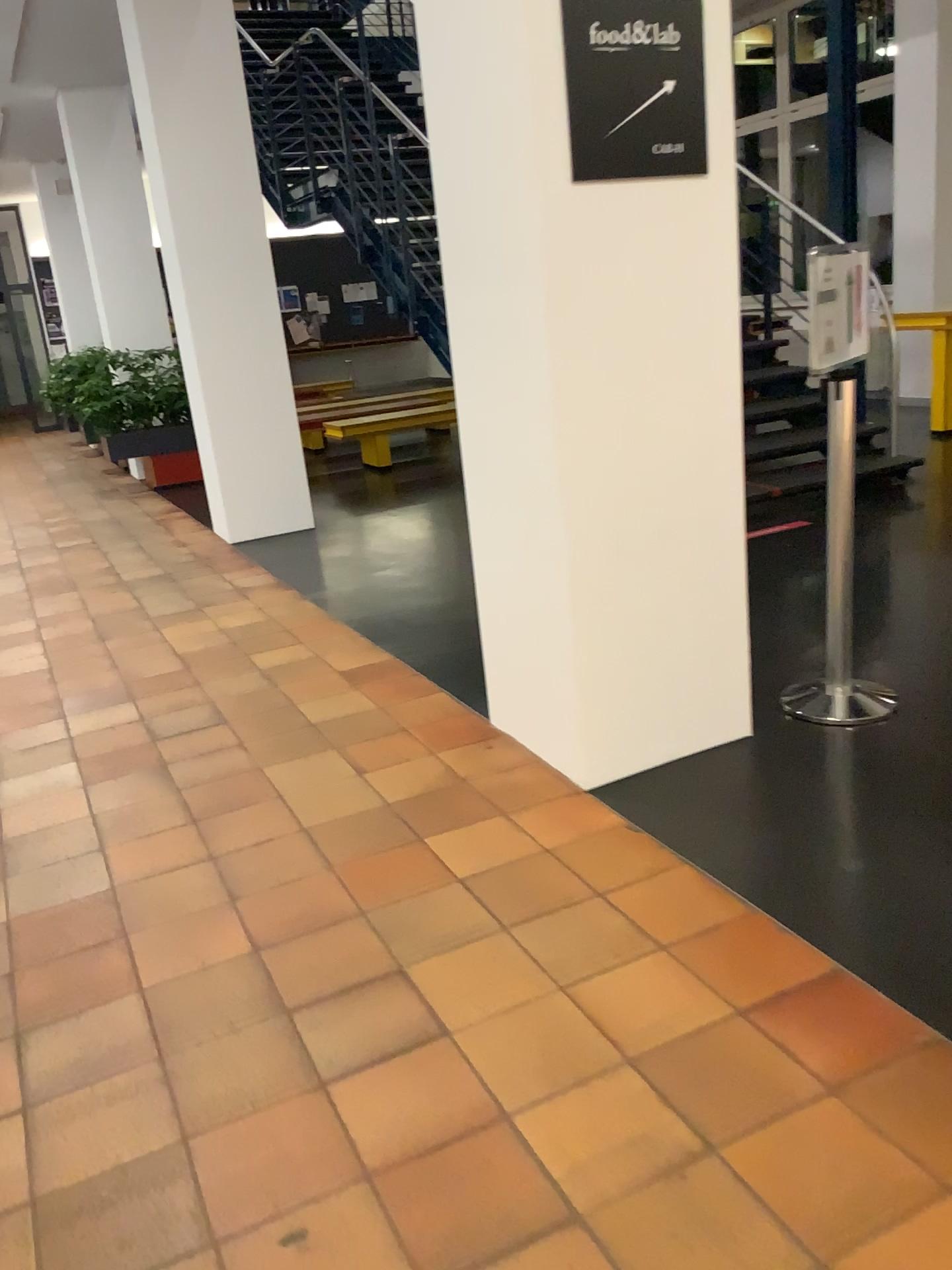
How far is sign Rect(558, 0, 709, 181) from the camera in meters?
2.5

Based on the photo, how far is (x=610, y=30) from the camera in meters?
2.5 m

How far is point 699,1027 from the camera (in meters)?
1.96
